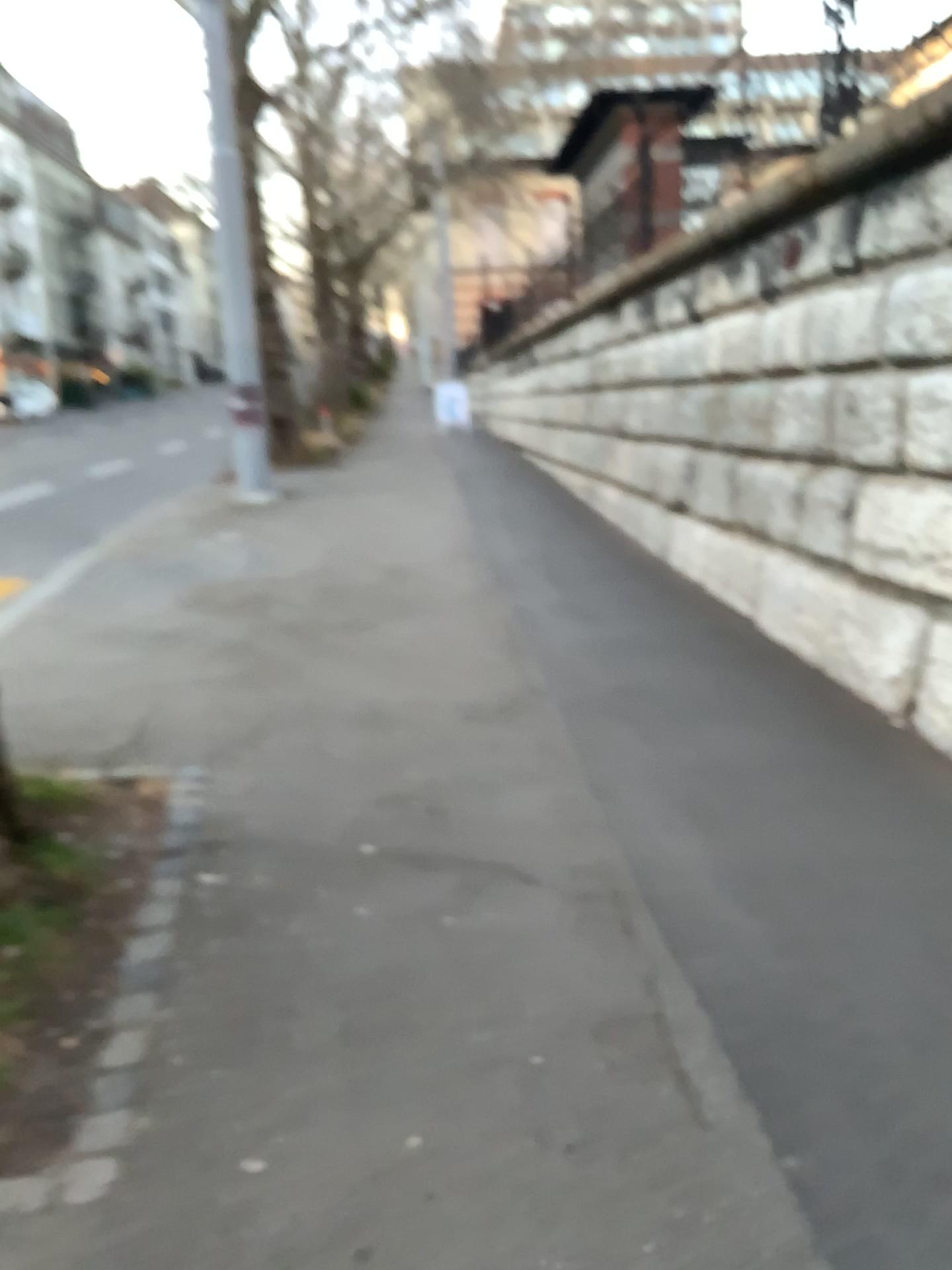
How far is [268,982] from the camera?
2.70m
